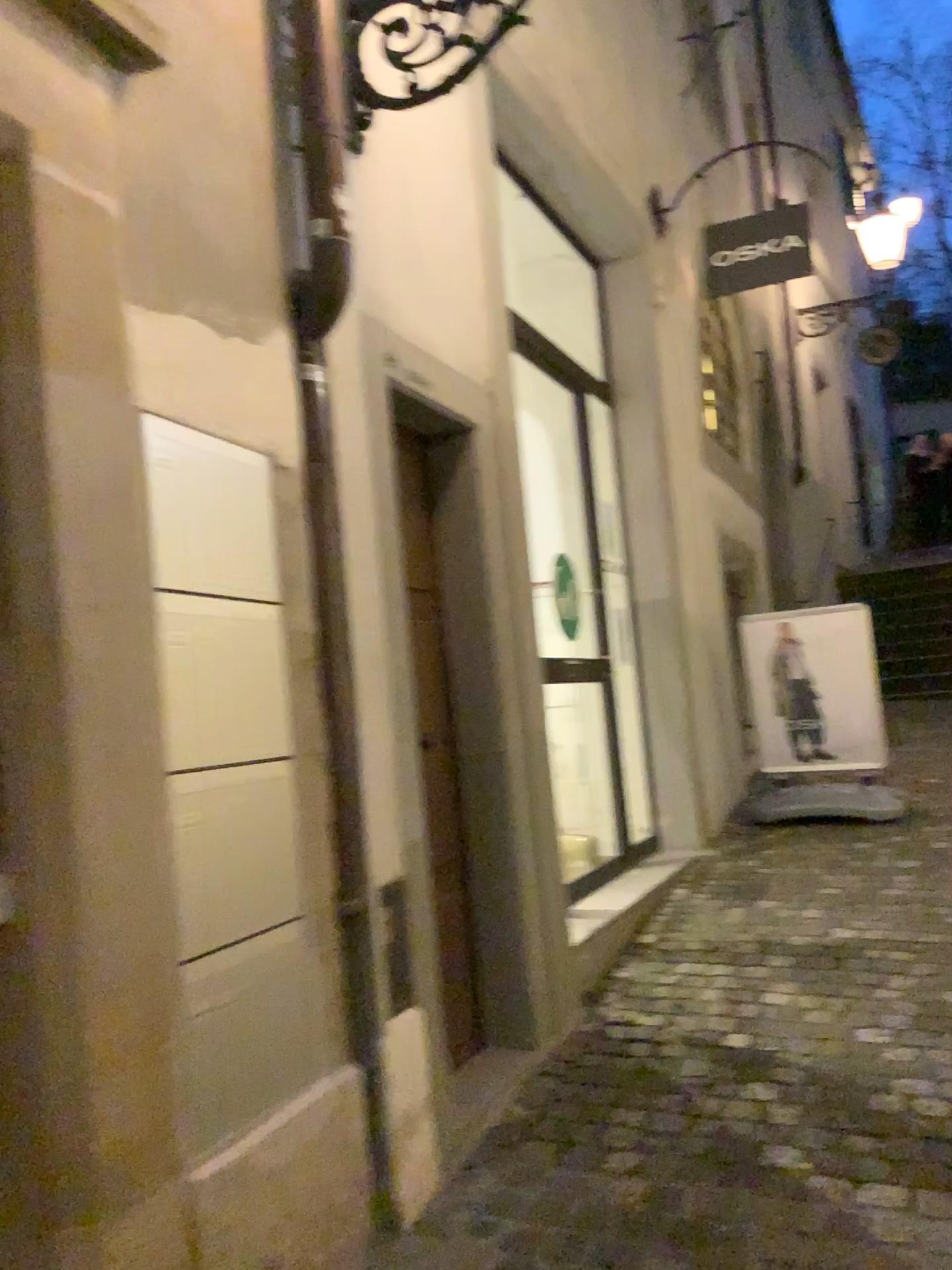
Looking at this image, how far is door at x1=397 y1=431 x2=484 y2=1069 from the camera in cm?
287

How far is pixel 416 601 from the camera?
2.9 meters

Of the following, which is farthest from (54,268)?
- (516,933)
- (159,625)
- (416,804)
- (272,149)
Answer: (516,933)
